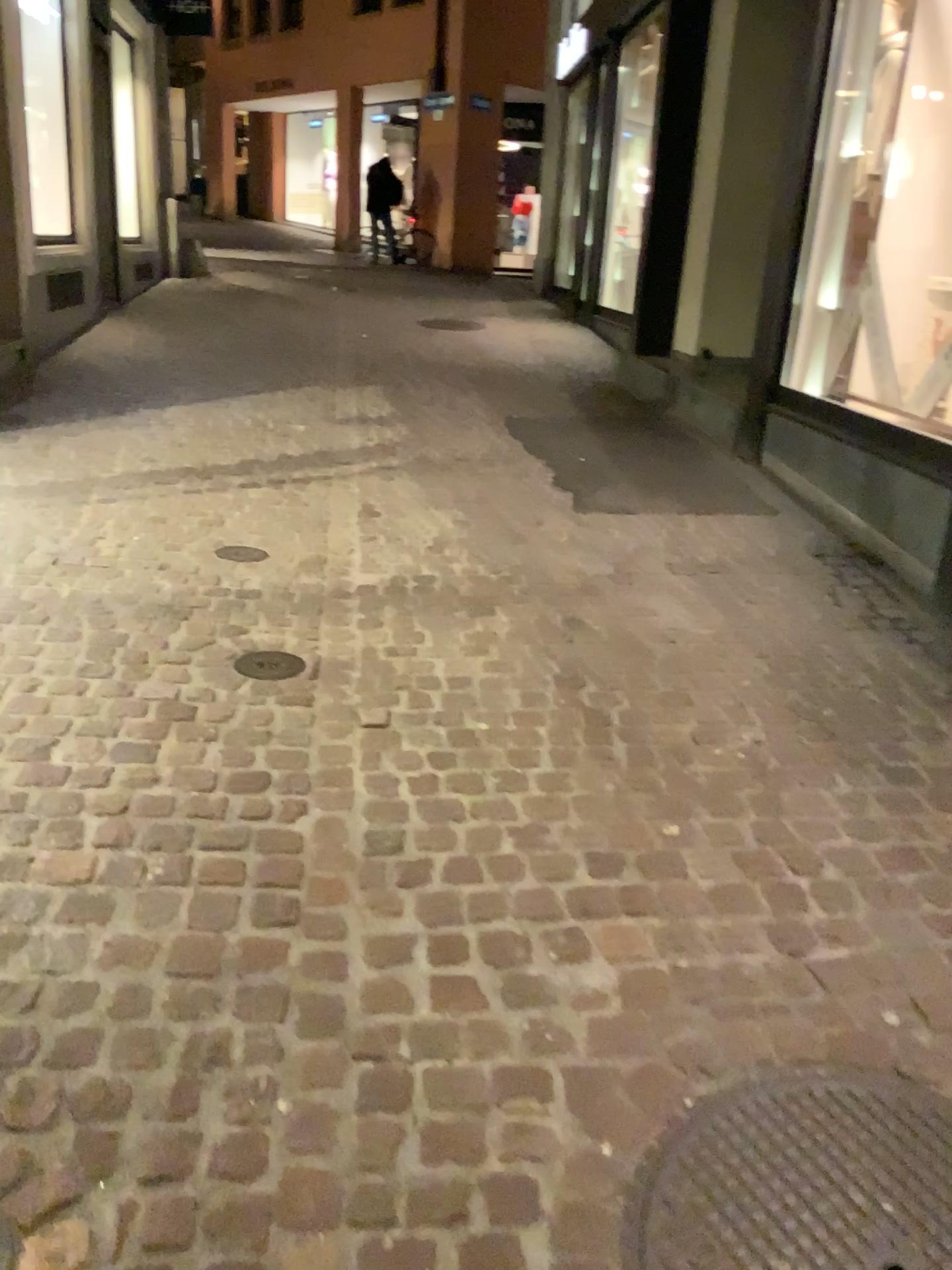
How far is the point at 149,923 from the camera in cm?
194

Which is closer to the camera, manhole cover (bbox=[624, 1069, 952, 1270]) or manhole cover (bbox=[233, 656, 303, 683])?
manhole cover (bbox=[624, 1069, 952, 1270])

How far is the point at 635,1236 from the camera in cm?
144

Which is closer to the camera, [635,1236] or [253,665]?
[635,1236]

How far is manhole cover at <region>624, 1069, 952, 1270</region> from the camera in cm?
144
